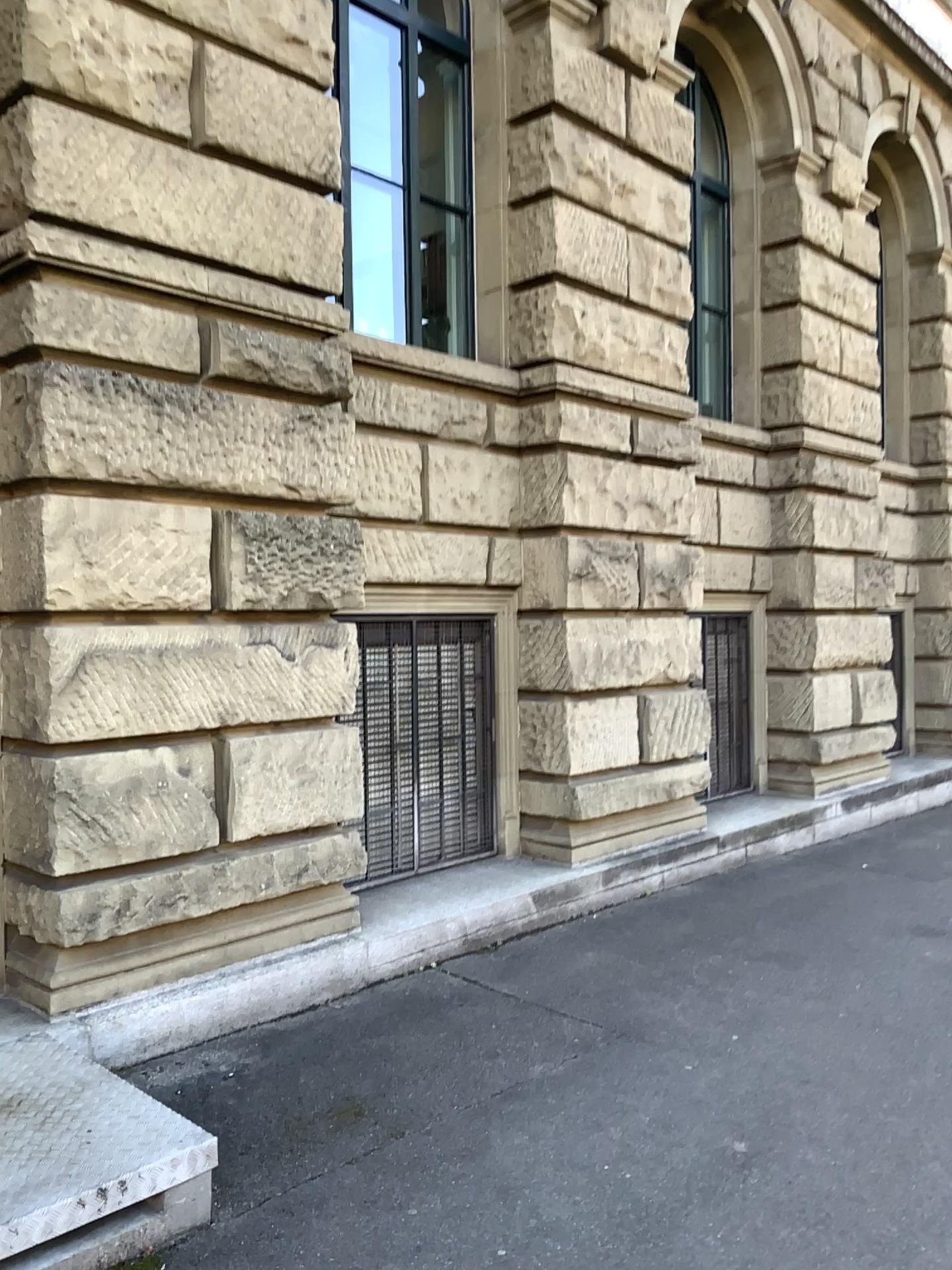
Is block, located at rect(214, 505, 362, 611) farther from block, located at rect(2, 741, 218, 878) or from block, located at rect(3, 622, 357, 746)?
block, located at rect(2, 741, 218, 878)

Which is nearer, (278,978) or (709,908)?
Result: (278,978)

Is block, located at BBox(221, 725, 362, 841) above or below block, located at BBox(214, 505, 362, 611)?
below

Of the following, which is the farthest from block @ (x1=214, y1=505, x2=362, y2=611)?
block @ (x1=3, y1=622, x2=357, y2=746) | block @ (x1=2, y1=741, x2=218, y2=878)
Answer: block @ (x1=2, y1=741, x2=218, y2=878)

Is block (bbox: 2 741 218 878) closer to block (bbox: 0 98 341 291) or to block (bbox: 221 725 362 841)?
block (bbox: 221 725 362 841)

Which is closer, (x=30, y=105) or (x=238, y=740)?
(x=30, y=105)

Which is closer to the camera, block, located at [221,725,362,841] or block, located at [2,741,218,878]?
block, located at [2,741,218,878]

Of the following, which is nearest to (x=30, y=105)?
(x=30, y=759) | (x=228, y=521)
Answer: (x=228, y=521)

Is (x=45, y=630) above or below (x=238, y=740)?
above

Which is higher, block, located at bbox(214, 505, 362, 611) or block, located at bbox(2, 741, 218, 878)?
block, located at bbox(214, 505, 362, 611)
